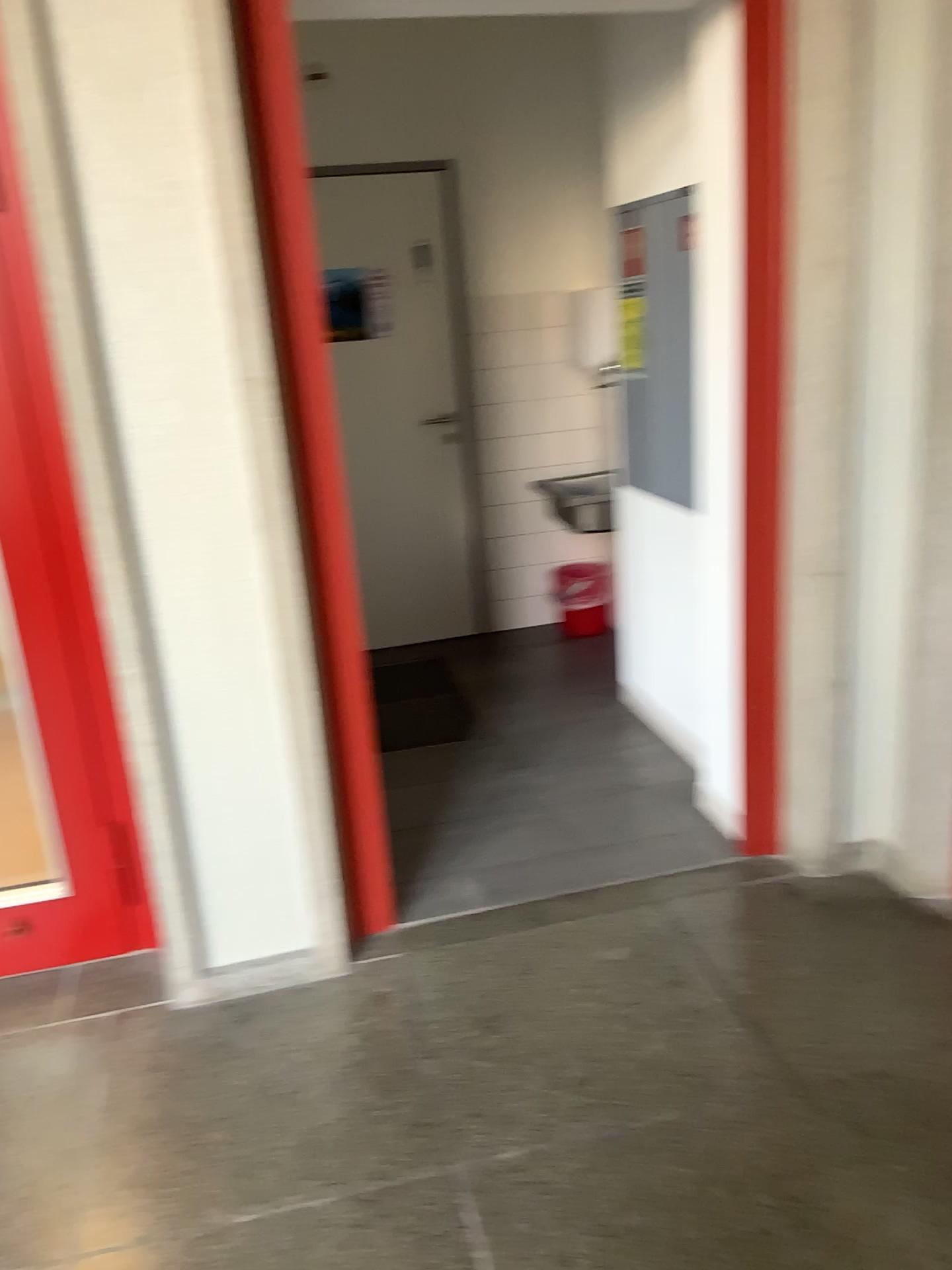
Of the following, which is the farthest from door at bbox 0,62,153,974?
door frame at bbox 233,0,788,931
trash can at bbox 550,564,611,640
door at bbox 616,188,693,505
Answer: trash can at bbox 550,564,611,640

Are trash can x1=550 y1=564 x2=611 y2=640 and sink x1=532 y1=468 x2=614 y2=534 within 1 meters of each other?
yes

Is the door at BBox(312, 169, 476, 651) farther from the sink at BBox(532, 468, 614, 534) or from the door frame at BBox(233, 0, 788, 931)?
the door frame at BBox(233, 0, 788, 931)

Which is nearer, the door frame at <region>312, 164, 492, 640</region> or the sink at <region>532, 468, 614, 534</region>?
the door frame at <region>312, 164, 492, 640</region>

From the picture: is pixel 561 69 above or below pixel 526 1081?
above

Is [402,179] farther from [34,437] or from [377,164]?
[34,437]

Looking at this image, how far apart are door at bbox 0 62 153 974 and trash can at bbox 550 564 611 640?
2.7 meters

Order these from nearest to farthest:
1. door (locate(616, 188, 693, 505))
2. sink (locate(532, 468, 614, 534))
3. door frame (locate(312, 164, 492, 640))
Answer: door (locate(616, 188, 693, 505))
door frame (locate(312, 164, 492, 640))
sink (locate(532, 468, 614, 534))

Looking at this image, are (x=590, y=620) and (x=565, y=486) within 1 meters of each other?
yes

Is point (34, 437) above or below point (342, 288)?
below
